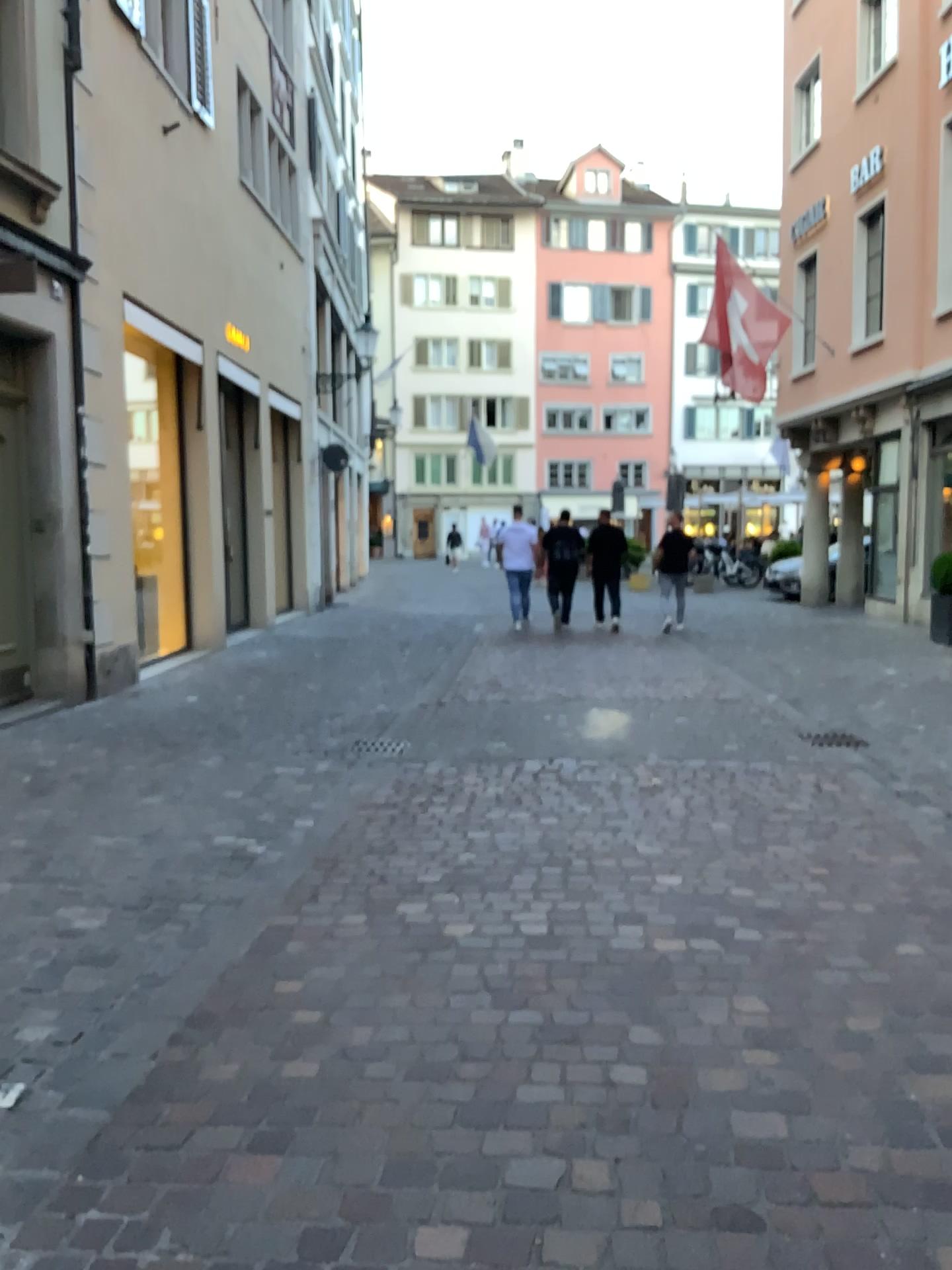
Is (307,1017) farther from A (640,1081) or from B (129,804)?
B (129,804)
